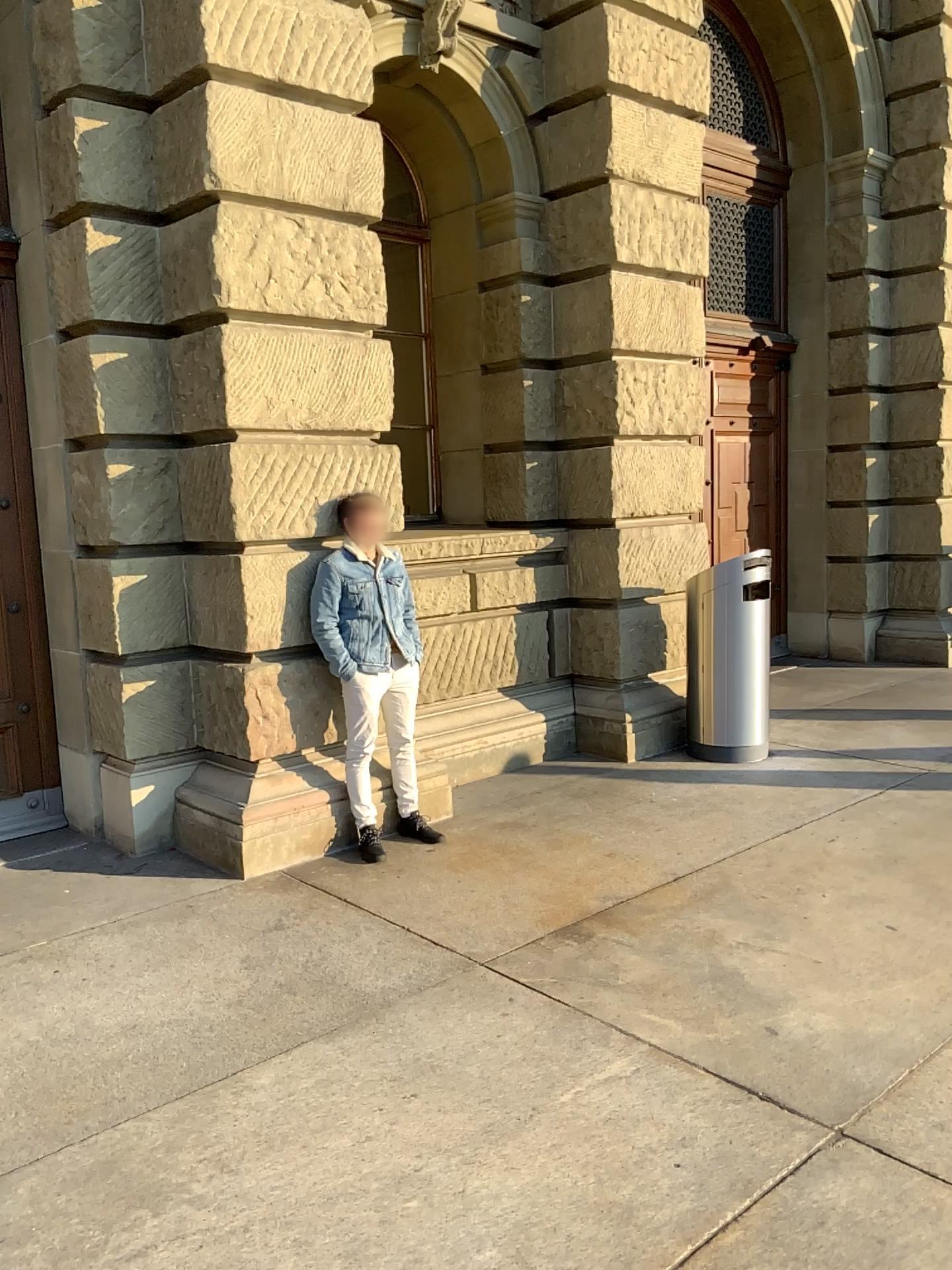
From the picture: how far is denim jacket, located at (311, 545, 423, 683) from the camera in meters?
4.9

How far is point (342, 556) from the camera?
4.90m

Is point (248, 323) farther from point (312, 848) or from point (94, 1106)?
point (94, 1106)
